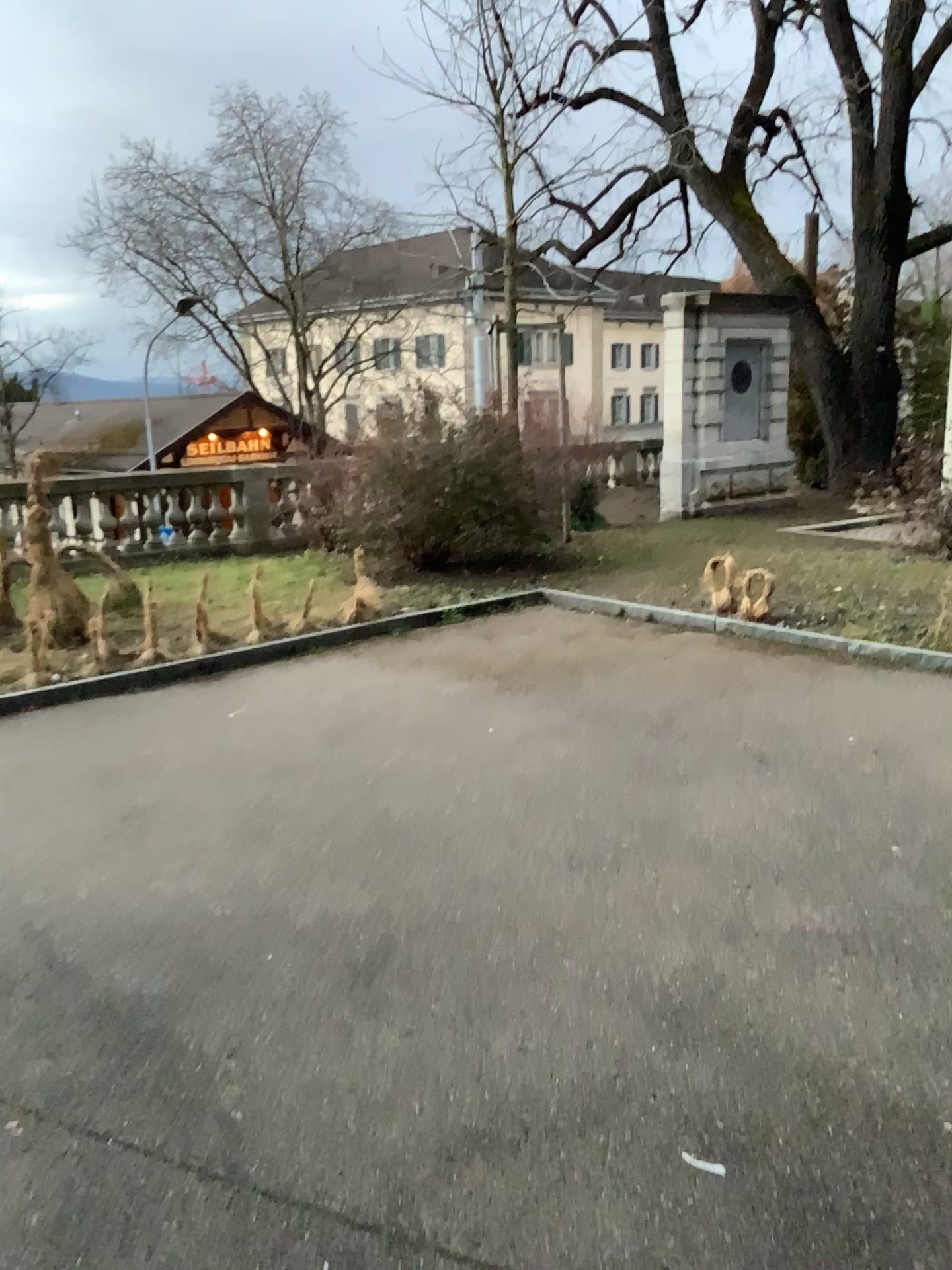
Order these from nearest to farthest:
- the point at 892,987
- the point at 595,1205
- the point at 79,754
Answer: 1. the point at 595,1205
2. the point at 892,987
3. the point at 79,754
